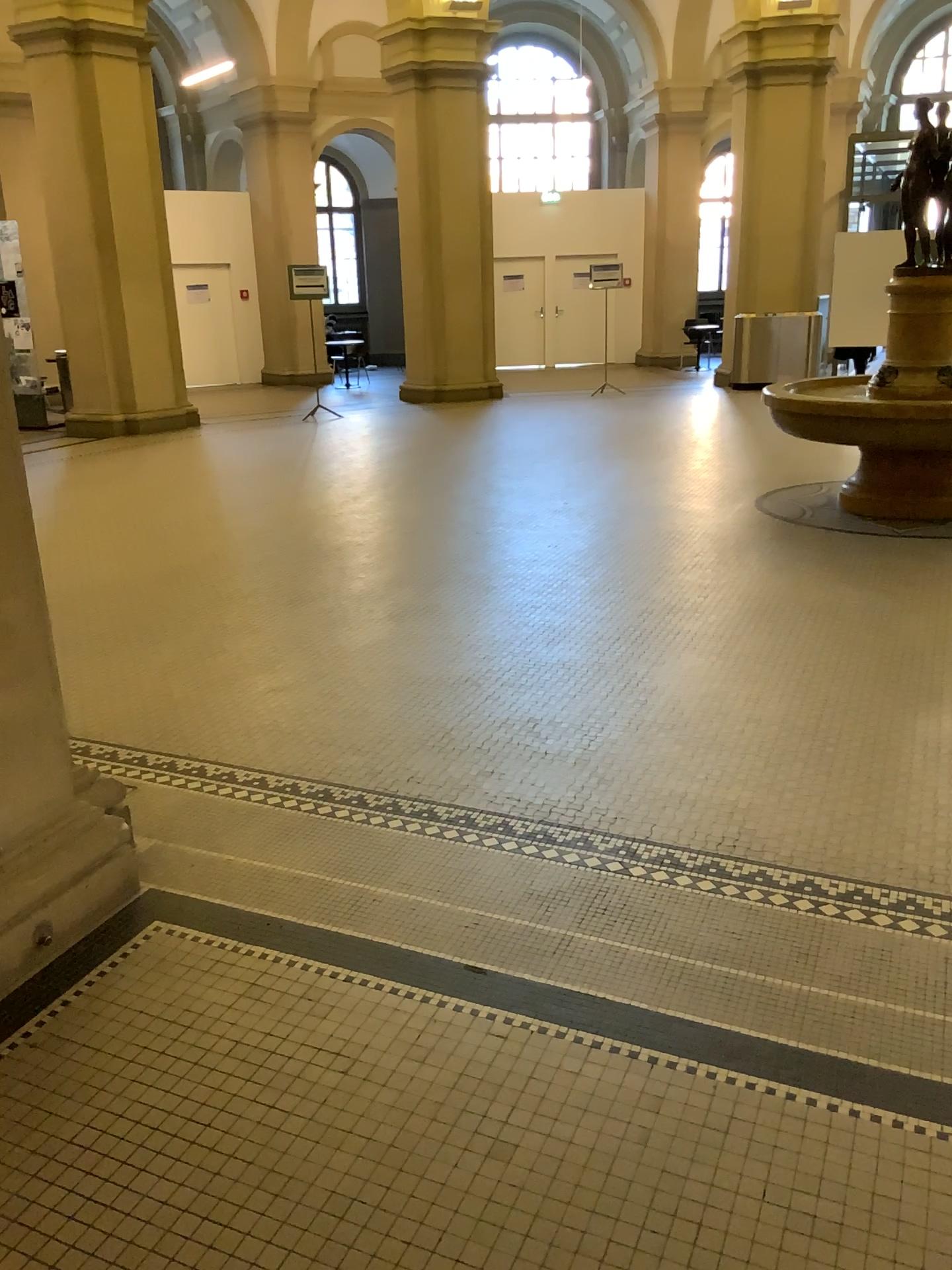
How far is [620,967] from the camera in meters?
2.5
